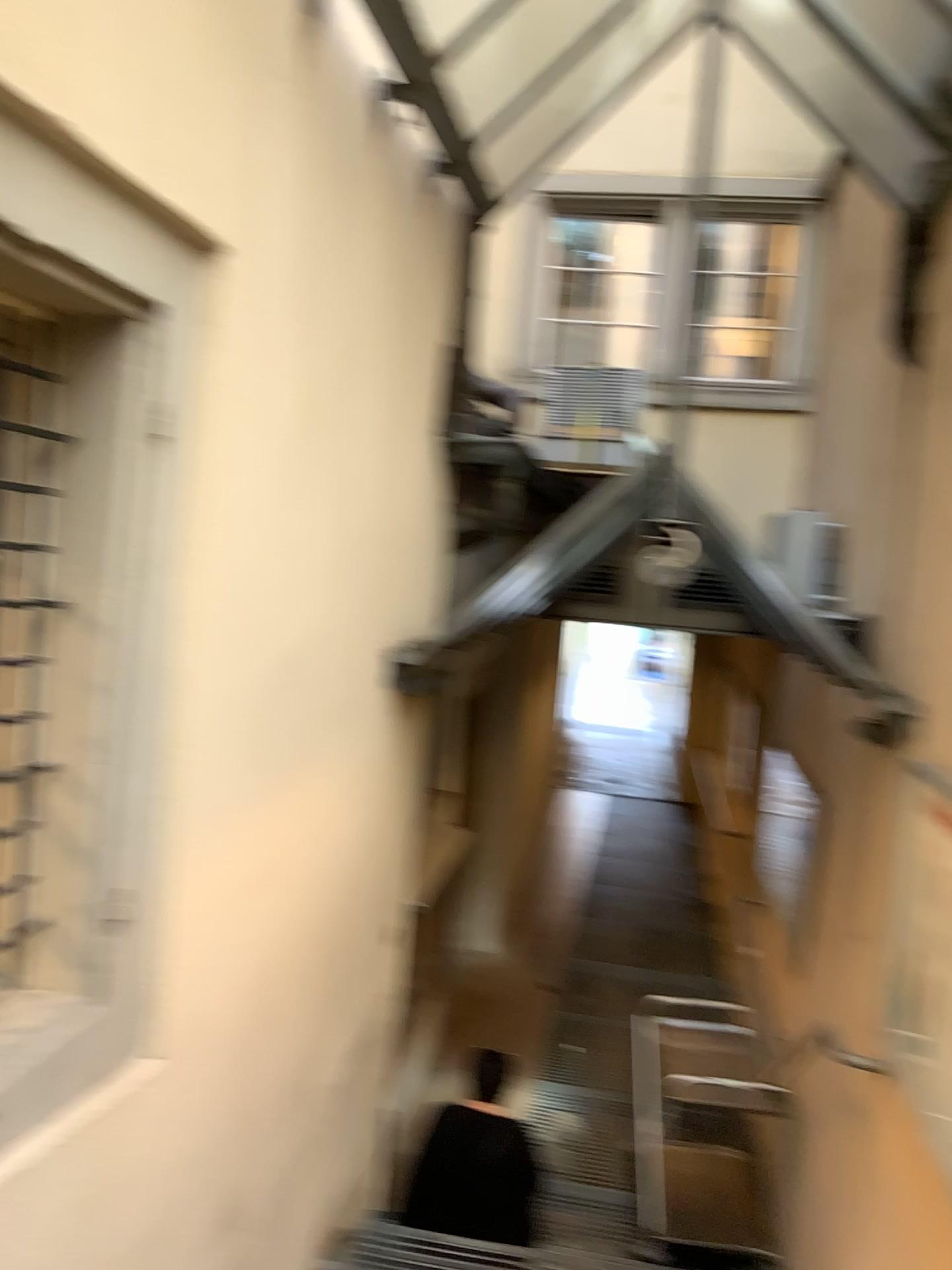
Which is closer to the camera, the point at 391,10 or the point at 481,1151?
the point at 391,10

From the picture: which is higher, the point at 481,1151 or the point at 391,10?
the point at 391,10

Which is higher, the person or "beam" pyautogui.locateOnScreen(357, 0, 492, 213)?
"beam" pyautogui.locateOnScreen(357, 0, 492, 213)

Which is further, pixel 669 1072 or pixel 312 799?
pixel 669 1072

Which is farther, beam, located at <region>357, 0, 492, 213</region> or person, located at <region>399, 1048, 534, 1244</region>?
person, located at <region>399, 1048, 534, 1244</region>

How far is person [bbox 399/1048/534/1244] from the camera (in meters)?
4.03

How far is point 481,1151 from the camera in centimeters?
403cm
